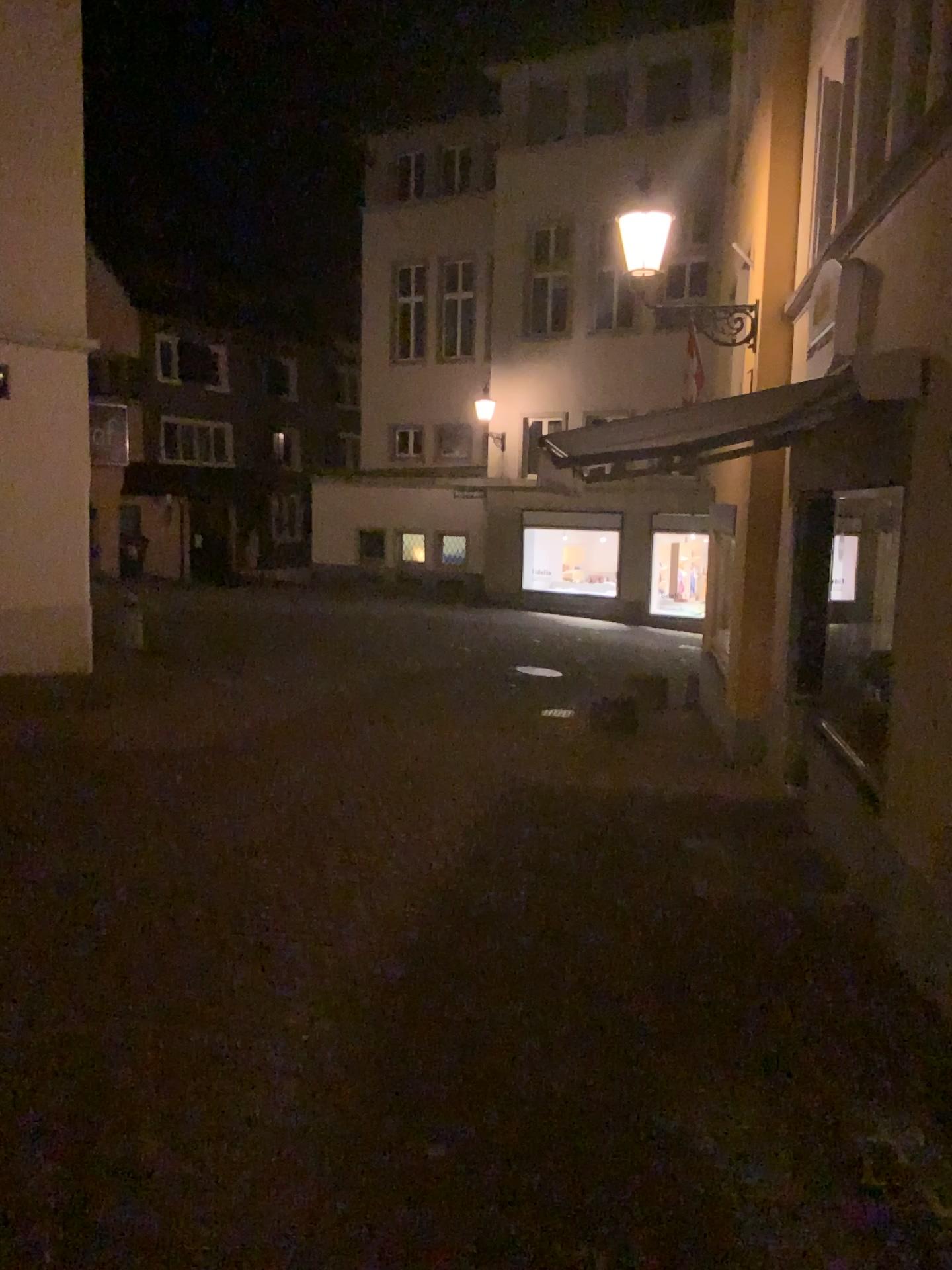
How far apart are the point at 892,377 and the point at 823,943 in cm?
244
